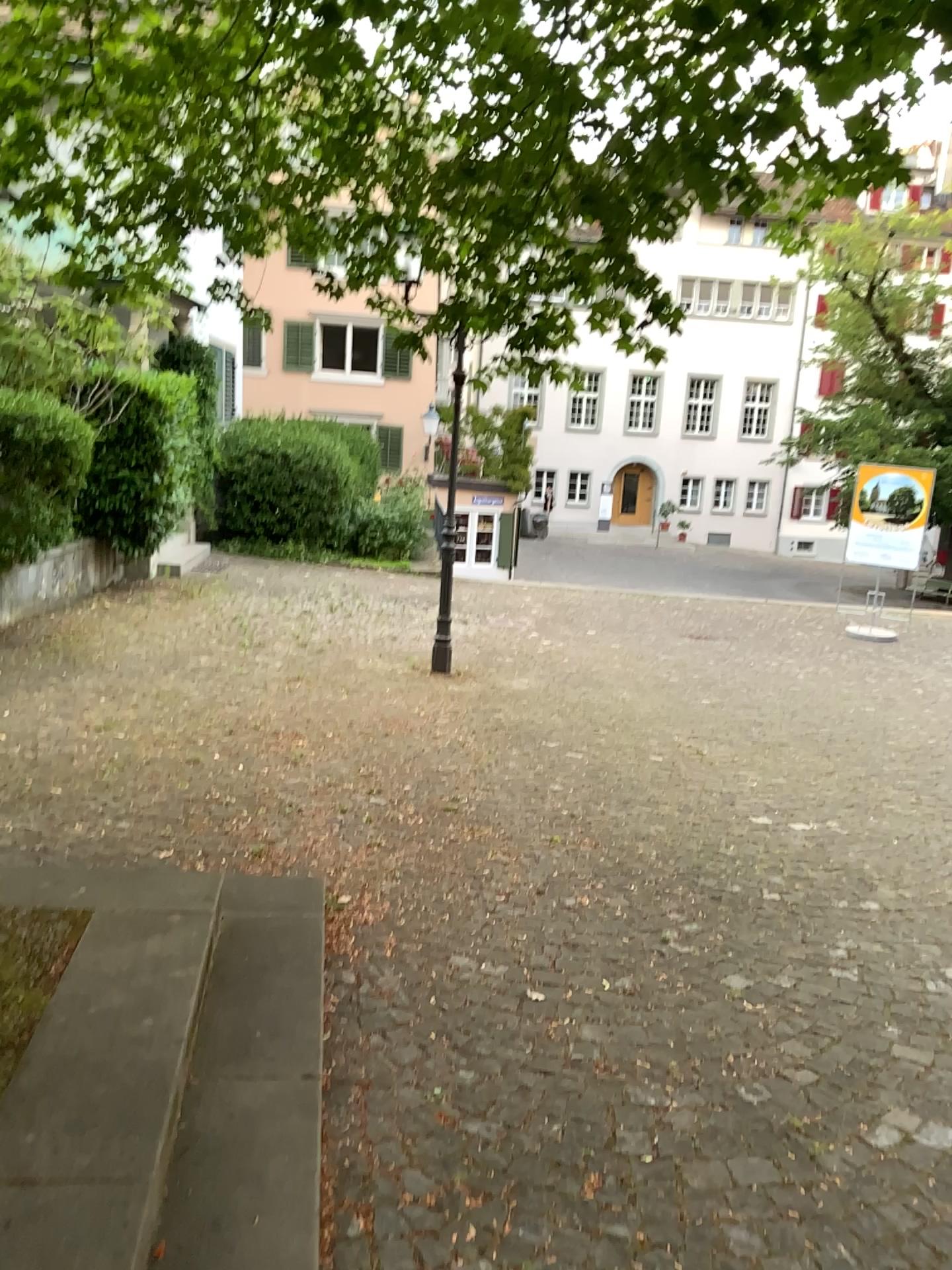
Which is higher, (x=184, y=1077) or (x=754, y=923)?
(x=184, y=1077)
